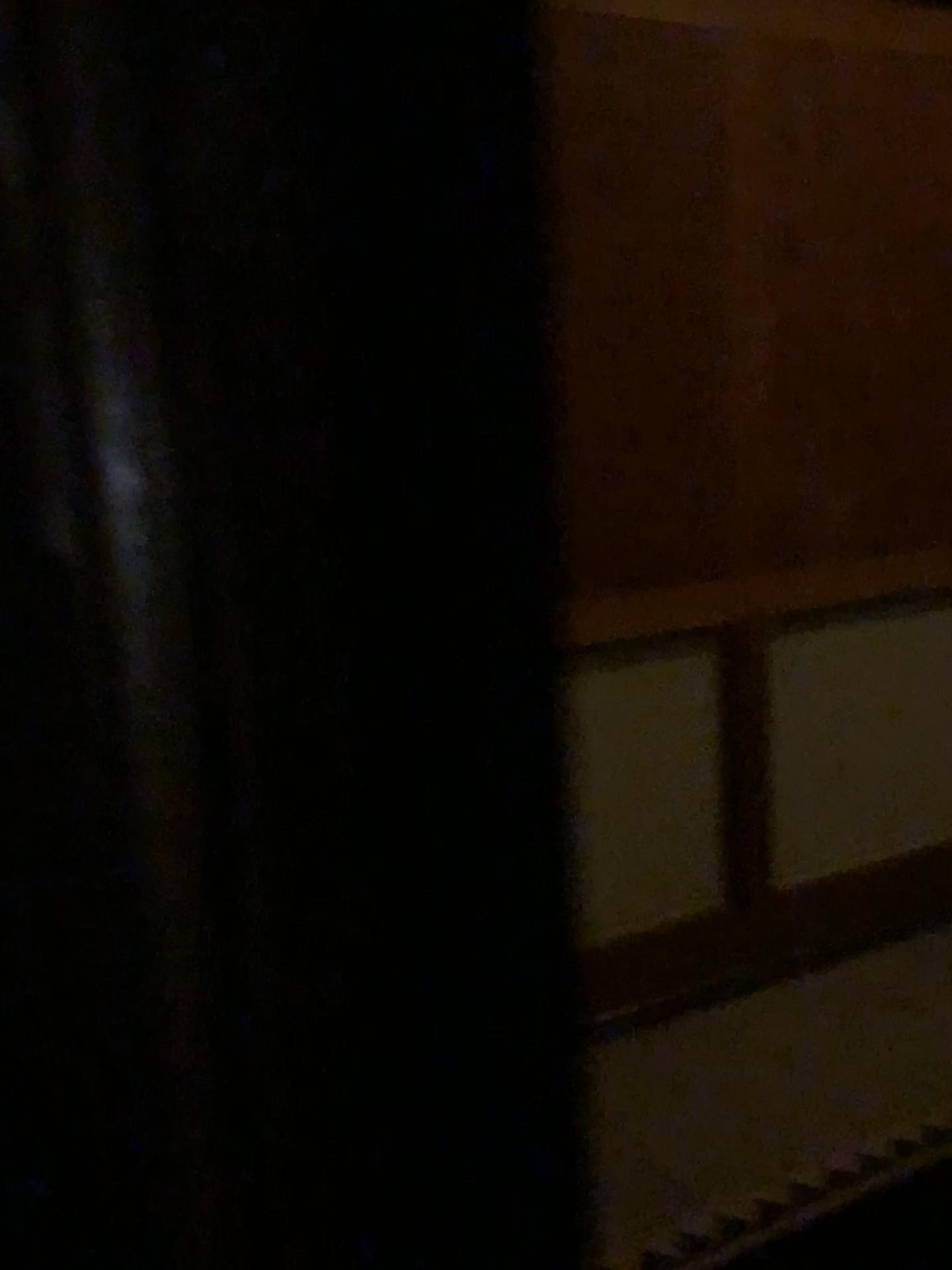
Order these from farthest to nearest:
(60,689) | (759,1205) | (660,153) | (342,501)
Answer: (660,153) < (759,1205) < (60,689) < (342,501)
